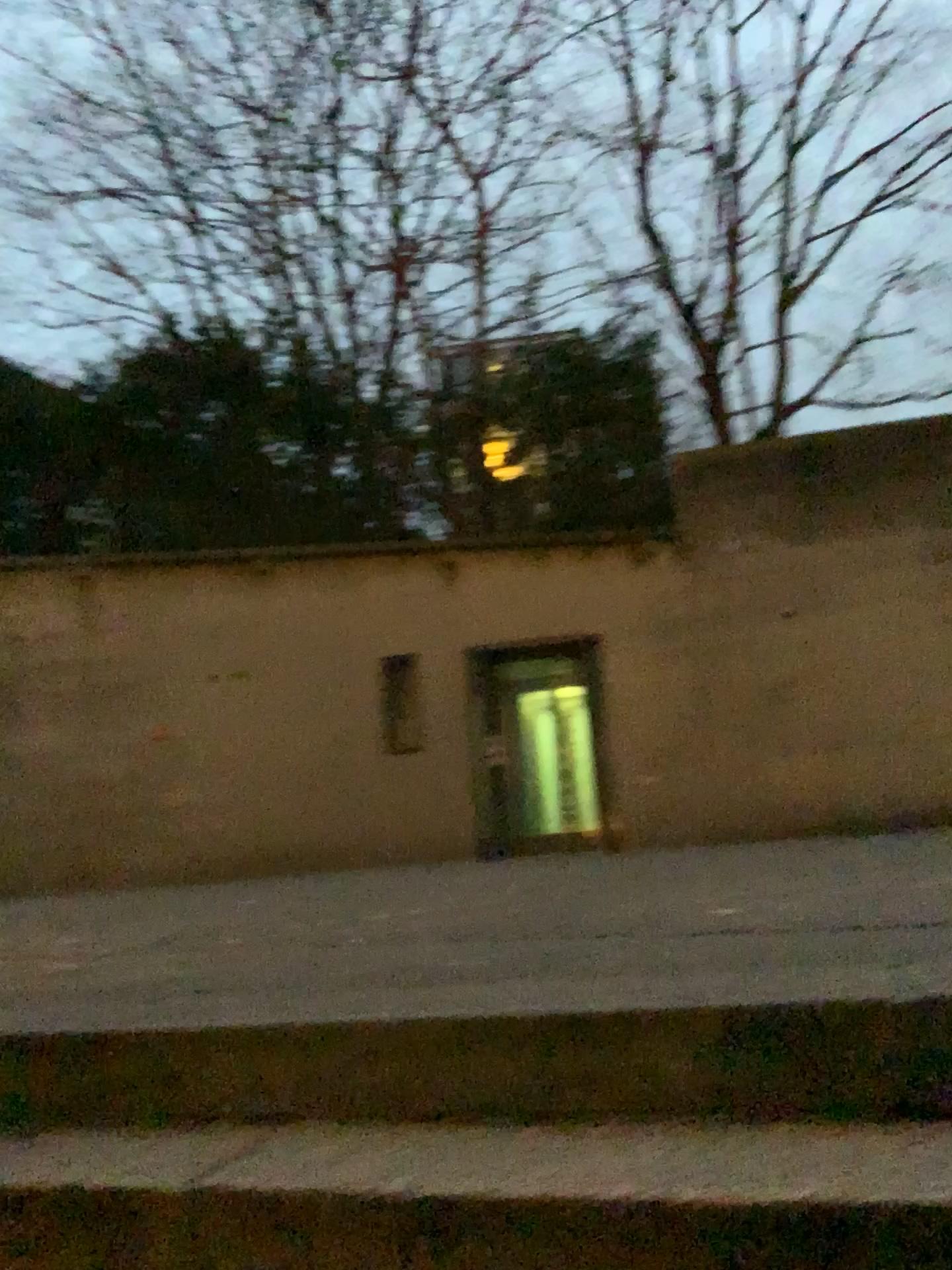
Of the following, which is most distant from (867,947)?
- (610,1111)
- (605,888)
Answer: (605,888)
